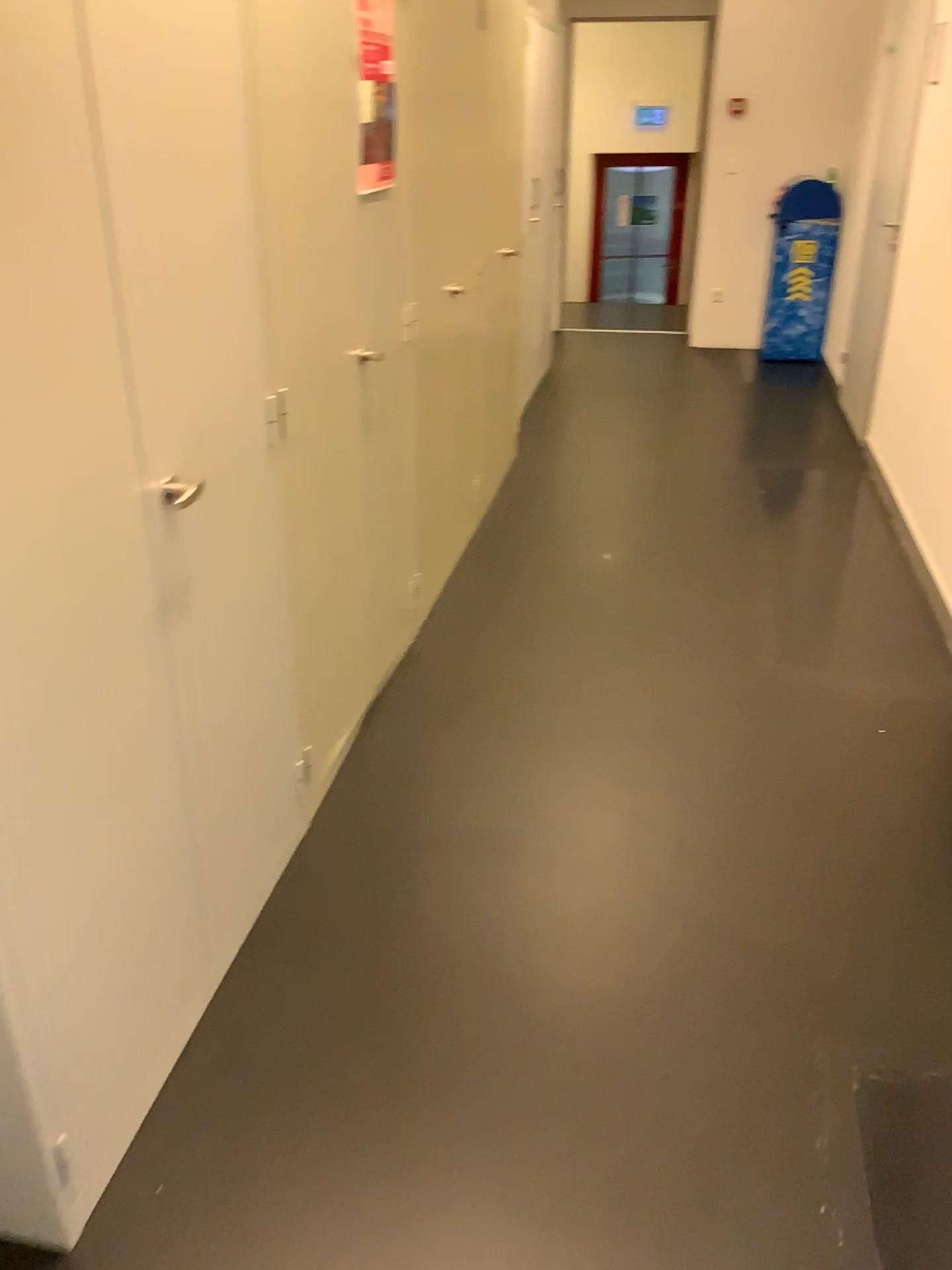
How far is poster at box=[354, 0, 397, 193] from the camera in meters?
2.3

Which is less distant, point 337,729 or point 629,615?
point 337,729

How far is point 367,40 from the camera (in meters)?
2.31

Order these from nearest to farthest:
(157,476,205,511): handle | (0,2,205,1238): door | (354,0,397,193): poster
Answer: (0,2,205,1238): door, (157,476,205,511): handle, (354,0,397,193): poster

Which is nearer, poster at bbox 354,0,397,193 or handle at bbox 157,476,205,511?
handle at bbox 157,476,205,511

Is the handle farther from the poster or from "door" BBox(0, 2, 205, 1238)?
the poster

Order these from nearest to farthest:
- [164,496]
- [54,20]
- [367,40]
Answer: [54,20], [164,496], [367,40]

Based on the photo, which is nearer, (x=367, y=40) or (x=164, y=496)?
(x=164, y=496)

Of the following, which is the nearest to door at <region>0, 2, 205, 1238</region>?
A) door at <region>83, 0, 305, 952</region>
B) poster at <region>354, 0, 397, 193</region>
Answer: door at <region>83, 0, 305, 952</region>

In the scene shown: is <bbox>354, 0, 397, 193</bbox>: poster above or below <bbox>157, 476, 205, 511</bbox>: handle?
above
